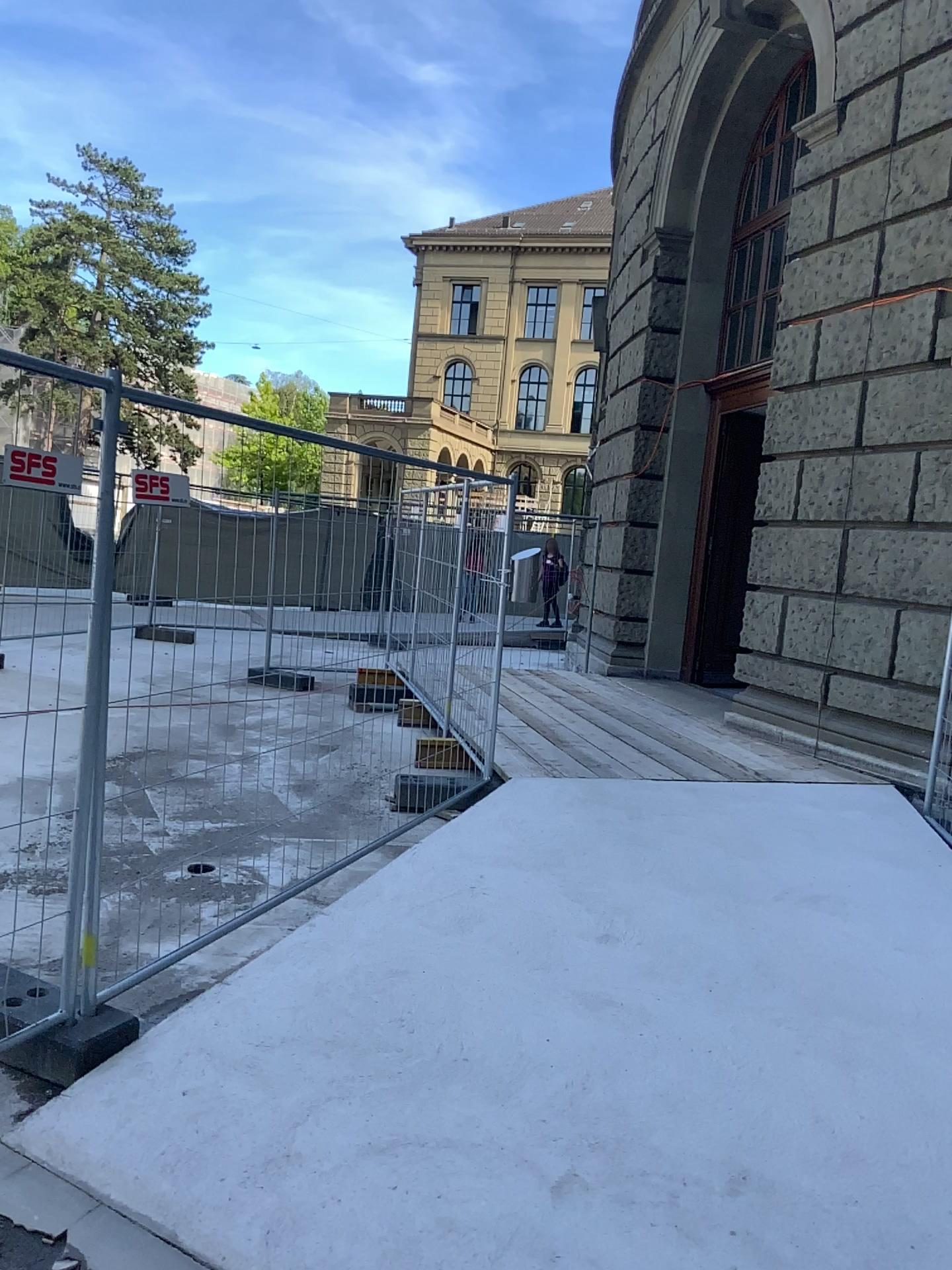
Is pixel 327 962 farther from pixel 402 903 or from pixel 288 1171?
pixel 288 1171
